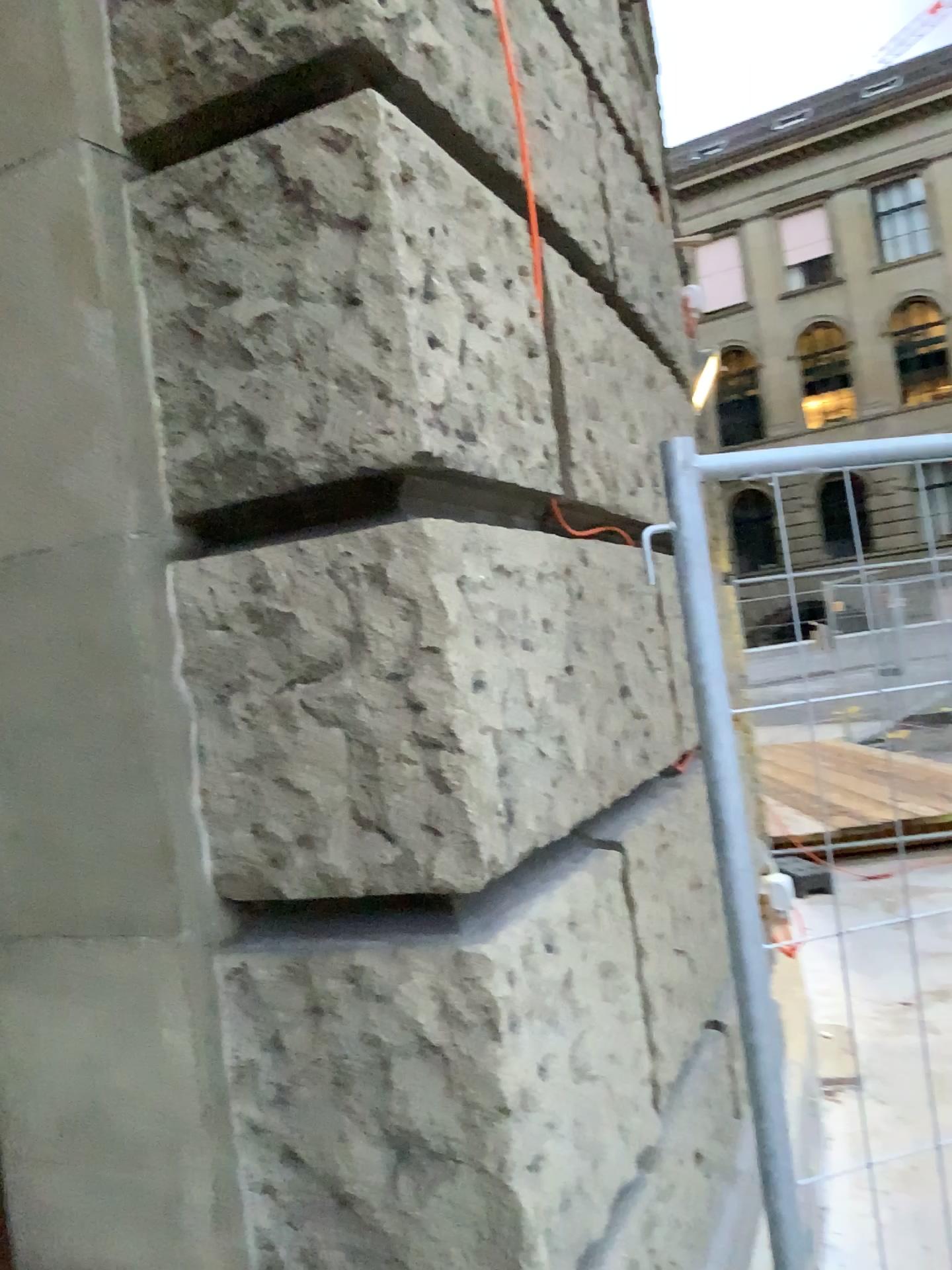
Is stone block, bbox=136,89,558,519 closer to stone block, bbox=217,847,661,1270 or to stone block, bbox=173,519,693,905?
stone block, bbox=173,519,693,905

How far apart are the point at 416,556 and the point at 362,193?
0.4 meters

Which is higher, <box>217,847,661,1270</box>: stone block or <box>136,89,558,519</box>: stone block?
<box>136,89,558,519</box>: stone block

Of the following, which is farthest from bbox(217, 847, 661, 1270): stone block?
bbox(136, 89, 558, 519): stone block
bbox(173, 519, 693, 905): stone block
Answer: bbox(136, 89, 558, 519): stone block

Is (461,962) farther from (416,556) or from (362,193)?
(362,193)

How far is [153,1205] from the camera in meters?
1.4 m

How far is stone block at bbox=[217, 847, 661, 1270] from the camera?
1.2m

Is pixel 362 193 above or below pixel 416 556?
above

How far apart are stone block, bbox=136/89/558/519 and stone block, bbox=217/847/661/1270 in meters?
0.6
